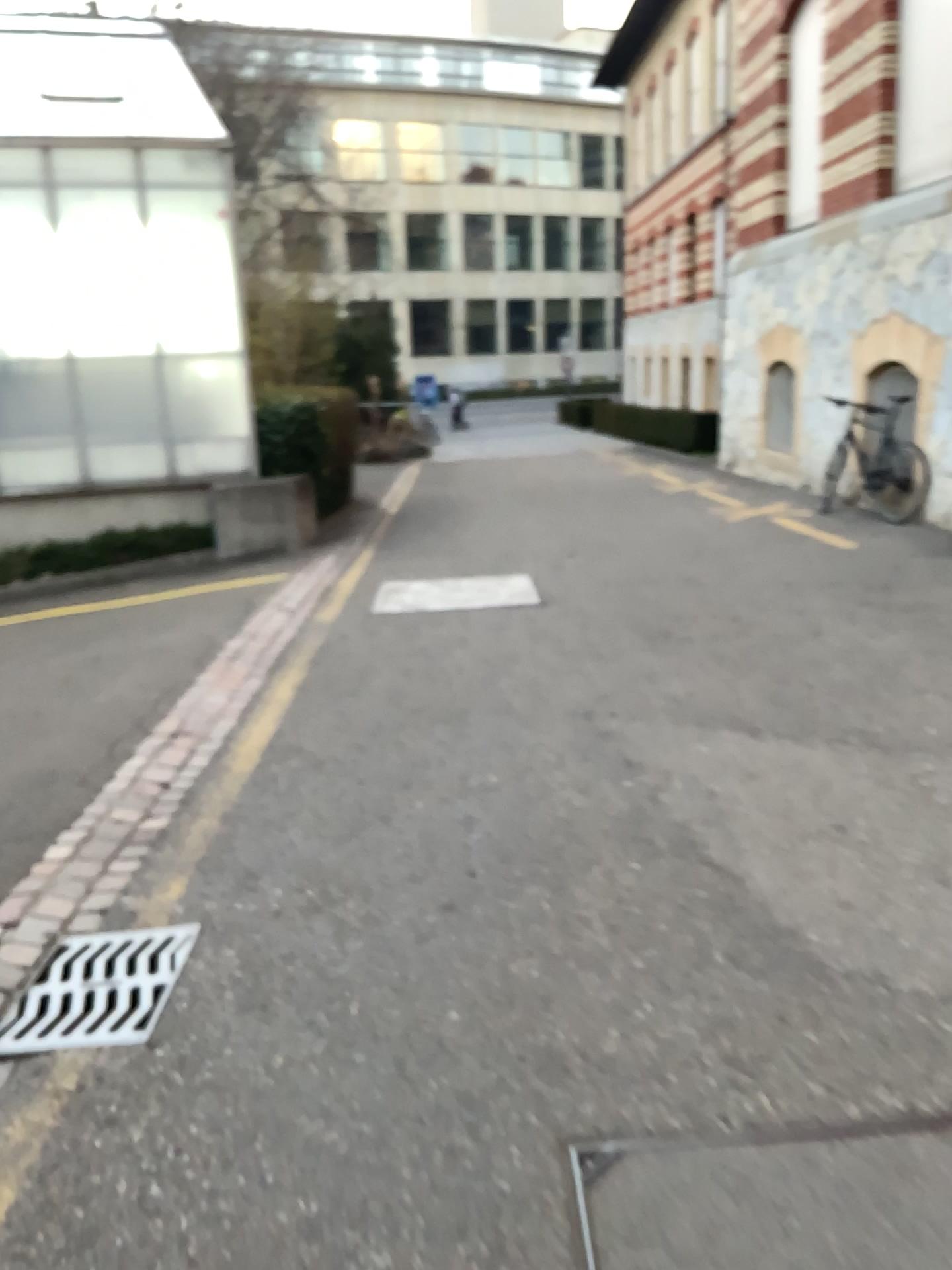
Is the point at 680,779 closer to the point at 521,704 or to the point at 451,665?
the point at 521,704
